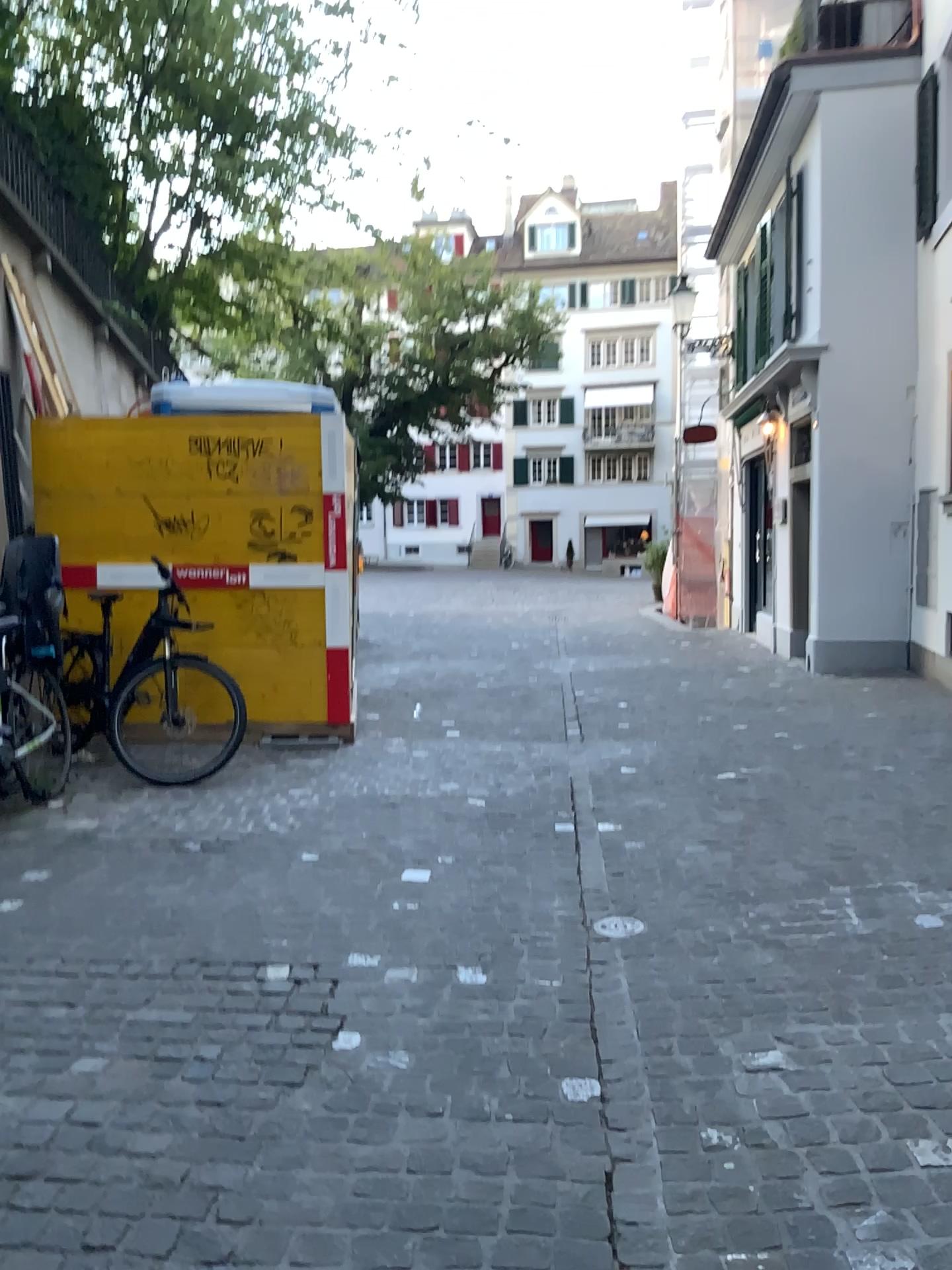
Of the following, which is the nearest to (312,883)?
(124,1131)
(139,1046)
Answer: (139,1046)
